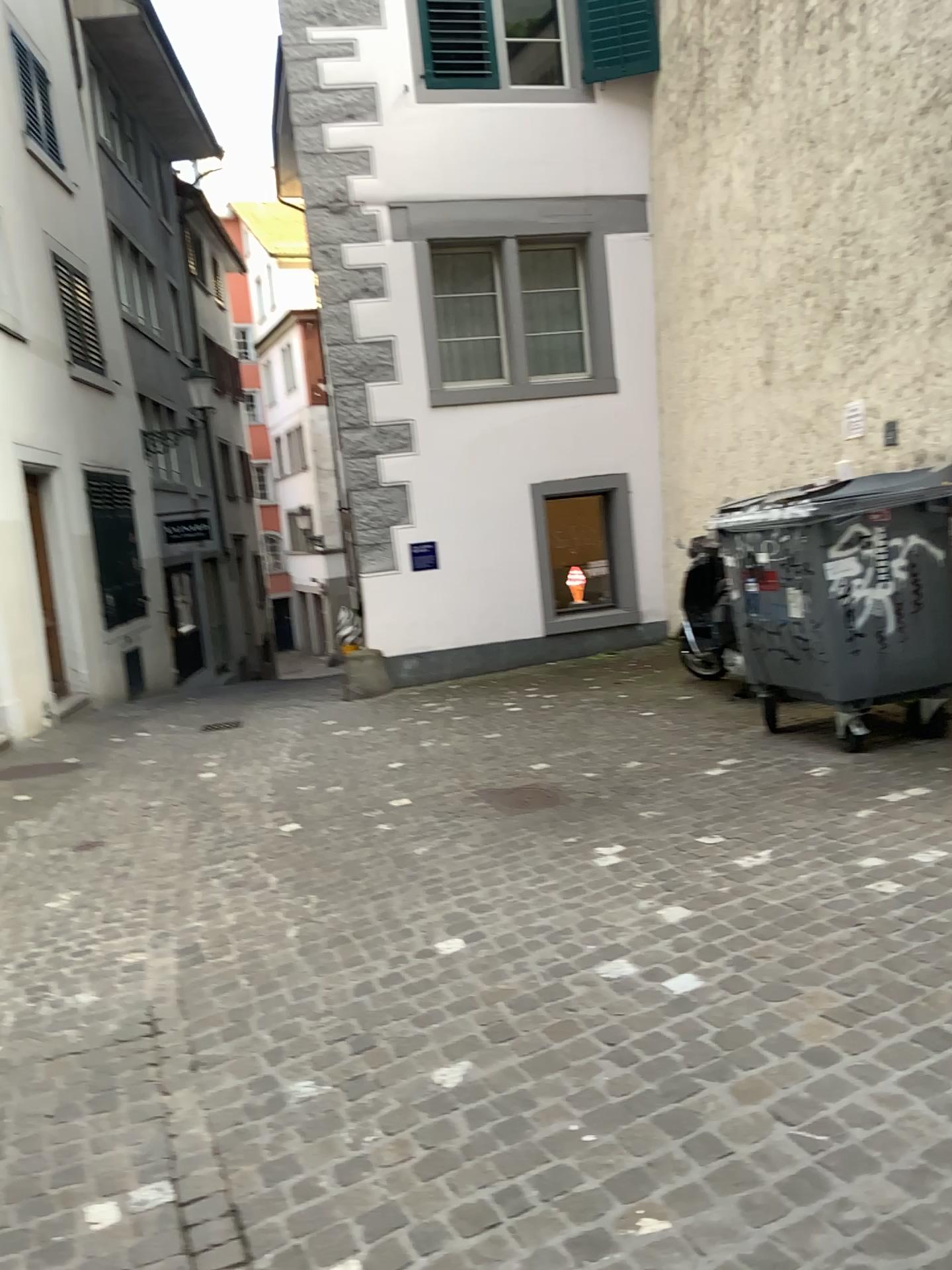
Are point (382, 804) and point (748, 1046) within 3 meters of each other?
no
